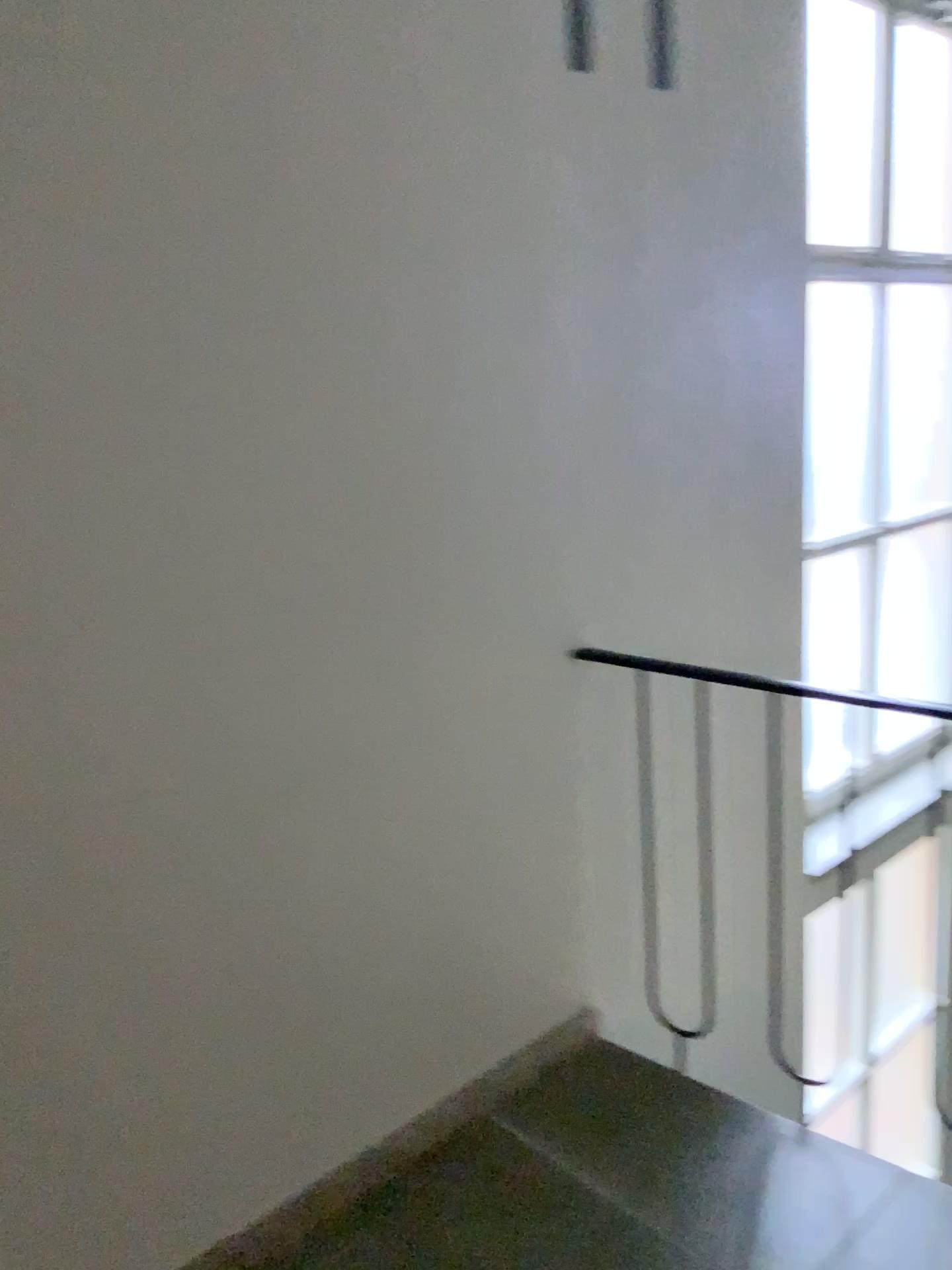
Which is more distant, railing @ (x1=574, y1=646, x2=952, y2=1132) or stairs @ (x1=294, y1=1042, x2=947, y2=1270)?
railing @ (x1=574, y1=646, x2=952, y2=1132)

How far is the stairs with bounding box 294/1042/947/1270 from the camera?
1.8m

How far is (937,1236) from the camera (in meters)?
1.80

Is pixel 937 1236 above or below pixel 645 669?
below

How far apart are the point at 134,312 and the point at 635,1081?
1.8 meters

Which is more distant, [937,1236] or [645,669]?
[645,669]
